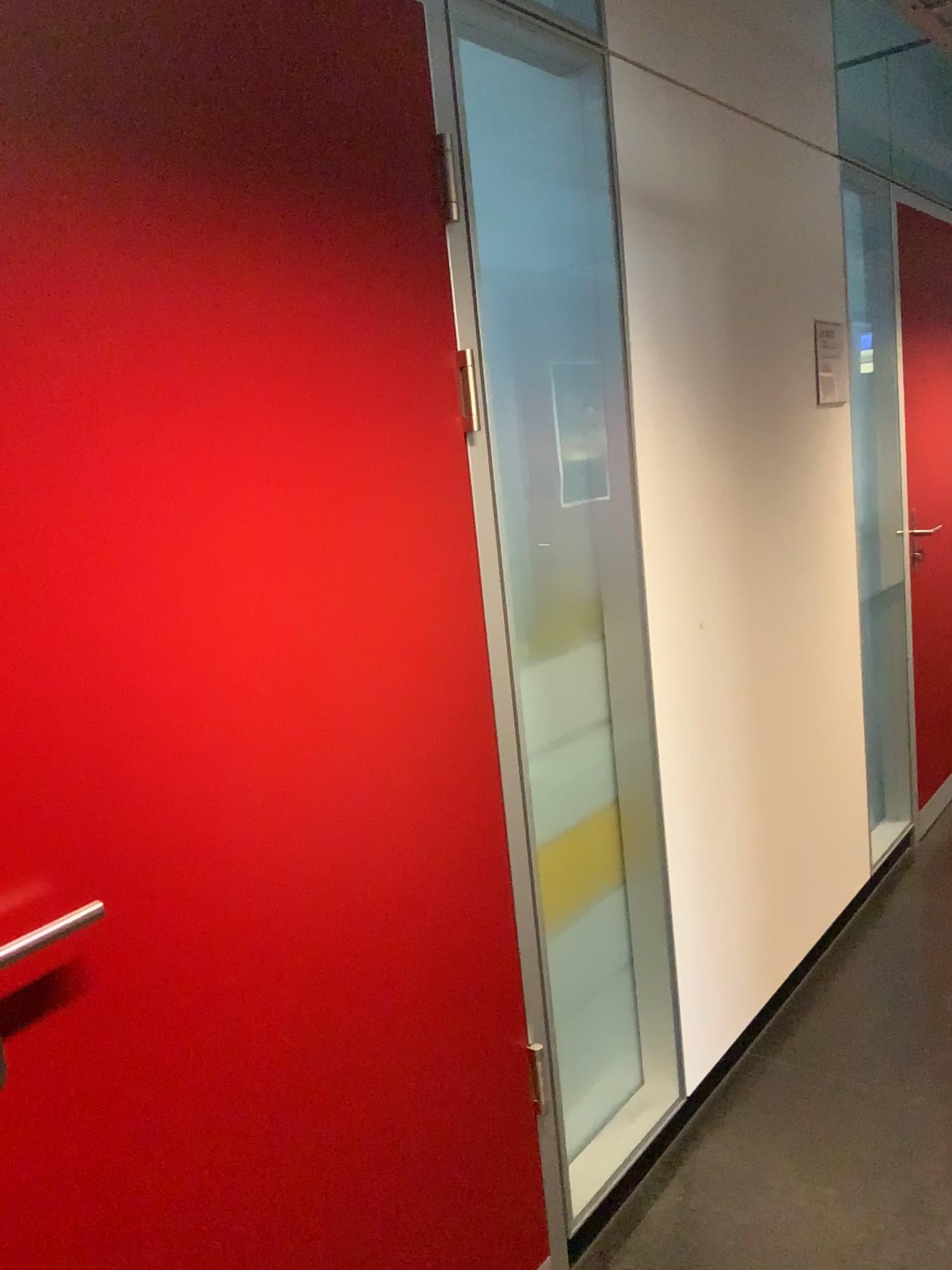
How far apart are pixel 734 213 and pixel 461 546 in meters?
1.3

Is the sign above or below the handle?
above

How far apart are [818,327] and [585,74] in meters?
1.1

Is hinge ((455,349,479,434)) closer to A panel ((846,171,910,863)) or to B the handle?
B the handle

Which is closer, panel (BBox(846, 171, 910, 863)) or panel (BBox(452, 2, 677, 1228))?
panel (BBox(452, 2, 677, 1228))

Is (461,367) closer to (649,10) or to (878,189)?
(649,10)

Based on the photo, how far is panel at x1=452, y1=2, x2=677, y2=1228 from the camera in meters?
1.9 m

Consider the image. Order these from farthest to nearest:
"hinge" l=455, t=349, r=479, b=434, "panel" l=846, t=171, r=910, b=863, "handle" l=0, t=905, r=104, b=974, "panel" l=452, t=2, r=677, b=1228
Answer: "panel" l=846, t=171, r=910, b=863 → "panel" l=452, t=2, r=677, b=1228 → "hinge" l=455, t=349, r=479, b=434 → "handle" l=0, t=905, r=104, b=974

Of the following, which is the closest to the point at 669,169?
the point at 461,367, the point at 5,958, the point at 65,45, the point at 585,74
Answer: the point at 585,74

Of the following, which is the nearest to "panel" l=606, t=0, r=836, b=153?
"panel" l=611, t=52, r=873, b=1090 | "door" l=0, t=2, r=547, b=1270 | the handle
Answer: "panel" l=611, t=52, r=873, b=1090
